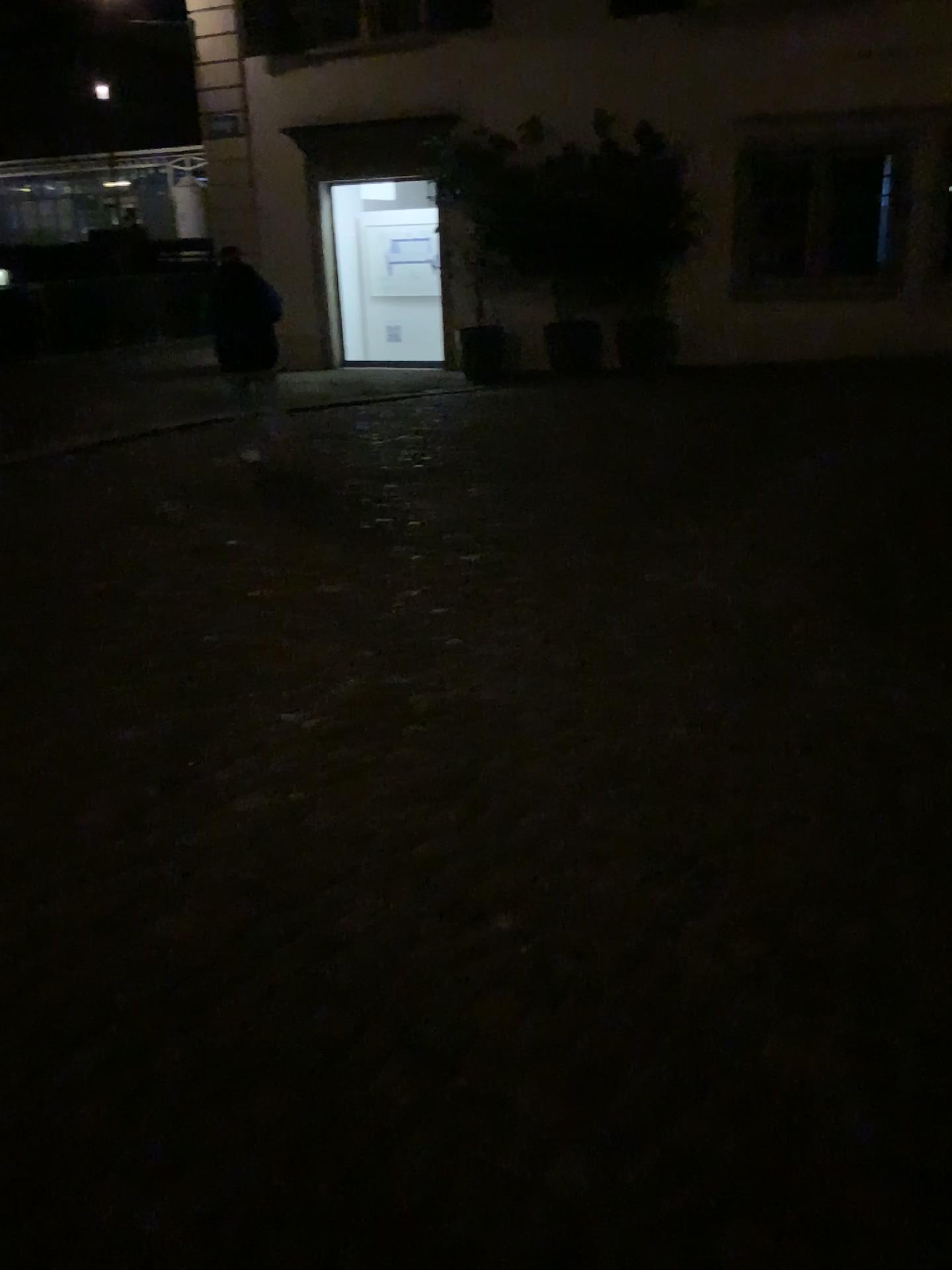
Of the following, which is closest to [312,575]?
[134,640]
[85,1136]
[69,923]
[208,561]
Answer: [208,561]
